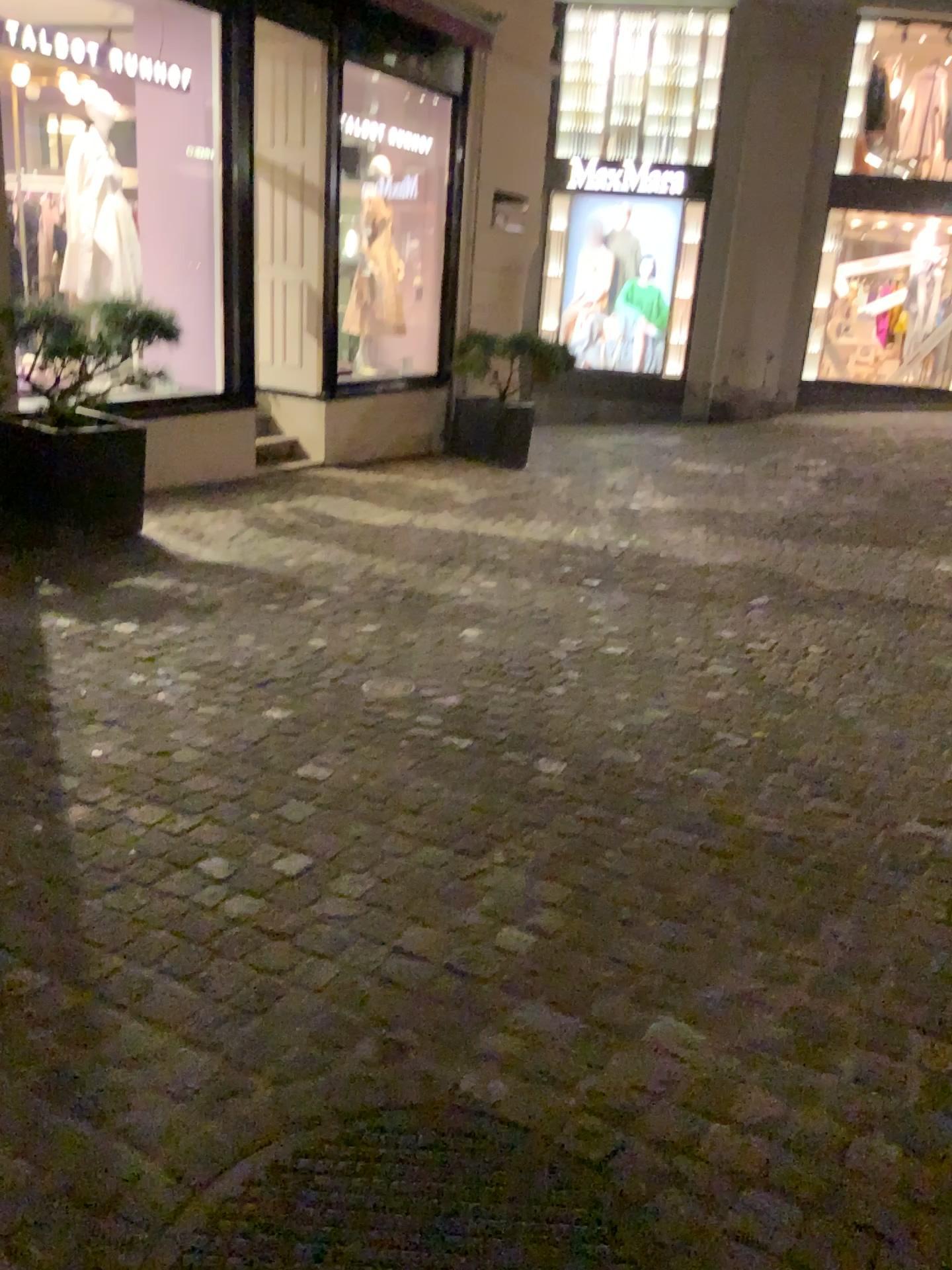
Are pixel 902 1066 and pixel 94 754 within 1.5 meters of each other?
no
